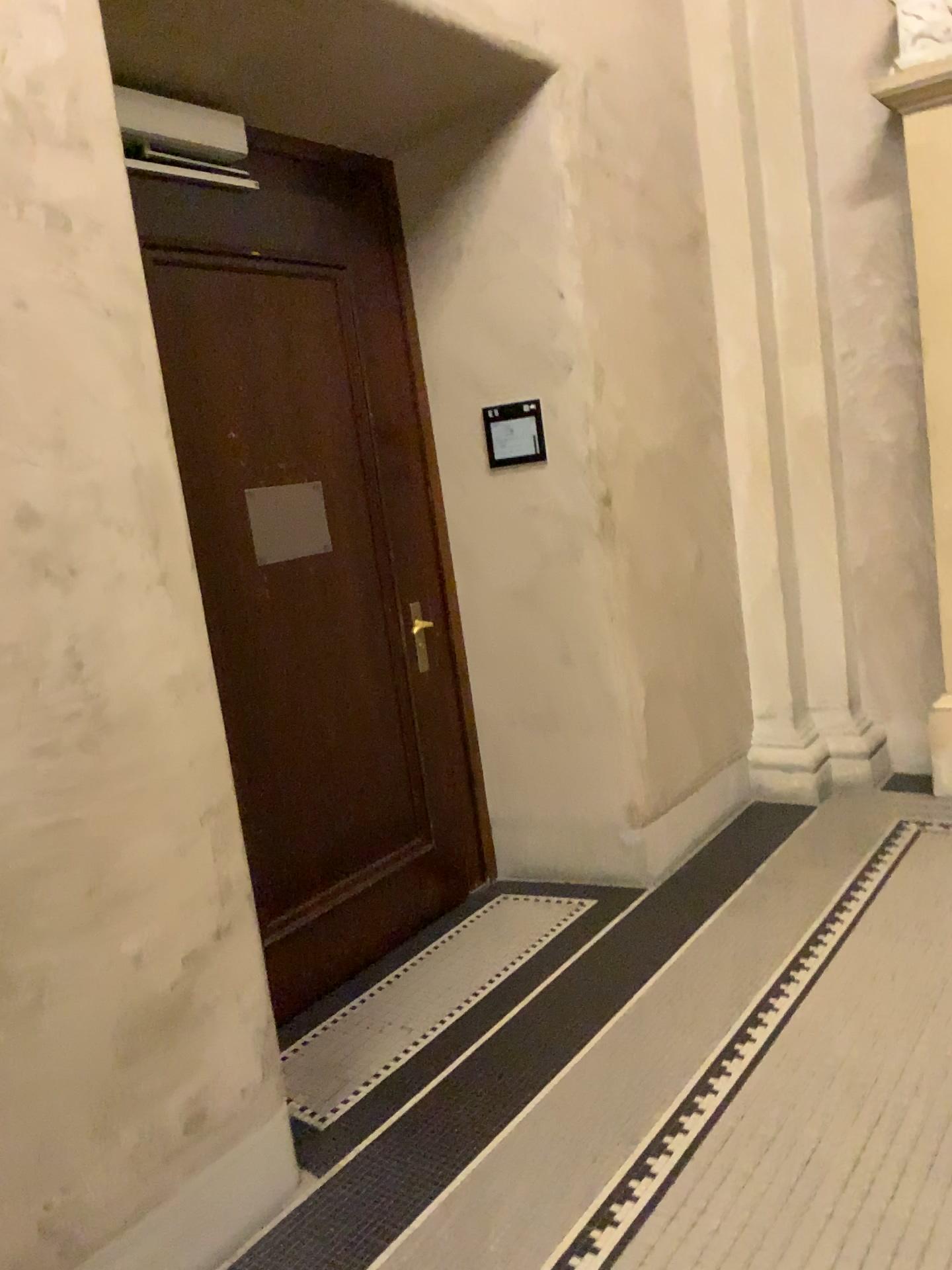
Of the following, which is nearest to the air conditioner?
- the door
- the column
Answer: the door

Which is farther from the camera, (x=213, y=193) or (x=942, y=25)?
(x=942, y=25)

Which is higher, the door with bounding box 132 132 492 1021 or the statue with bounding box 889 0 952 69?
the statue with bounding box 889 0 952 69

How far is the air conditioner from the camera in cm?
260

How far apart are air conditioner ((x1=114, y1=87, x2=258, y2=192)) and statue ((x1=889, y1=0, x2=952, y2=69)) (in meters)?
2.43

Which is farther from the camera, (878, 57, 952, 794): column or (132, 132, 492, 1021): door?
(878, 57, 952, 794): column

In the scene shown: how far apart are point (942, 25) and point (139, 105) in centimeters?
280cm

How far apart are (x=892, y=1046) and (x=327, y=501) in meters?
2.1 m

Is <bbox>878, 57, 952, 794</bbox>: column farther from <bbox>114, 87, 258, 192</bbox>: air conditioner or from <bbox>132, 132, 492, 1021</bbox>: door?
<bbox>114, 87, 258, 192</bbox>: air conditioner

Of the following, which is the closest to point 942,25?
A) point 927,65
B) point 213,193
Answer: point 927,65
